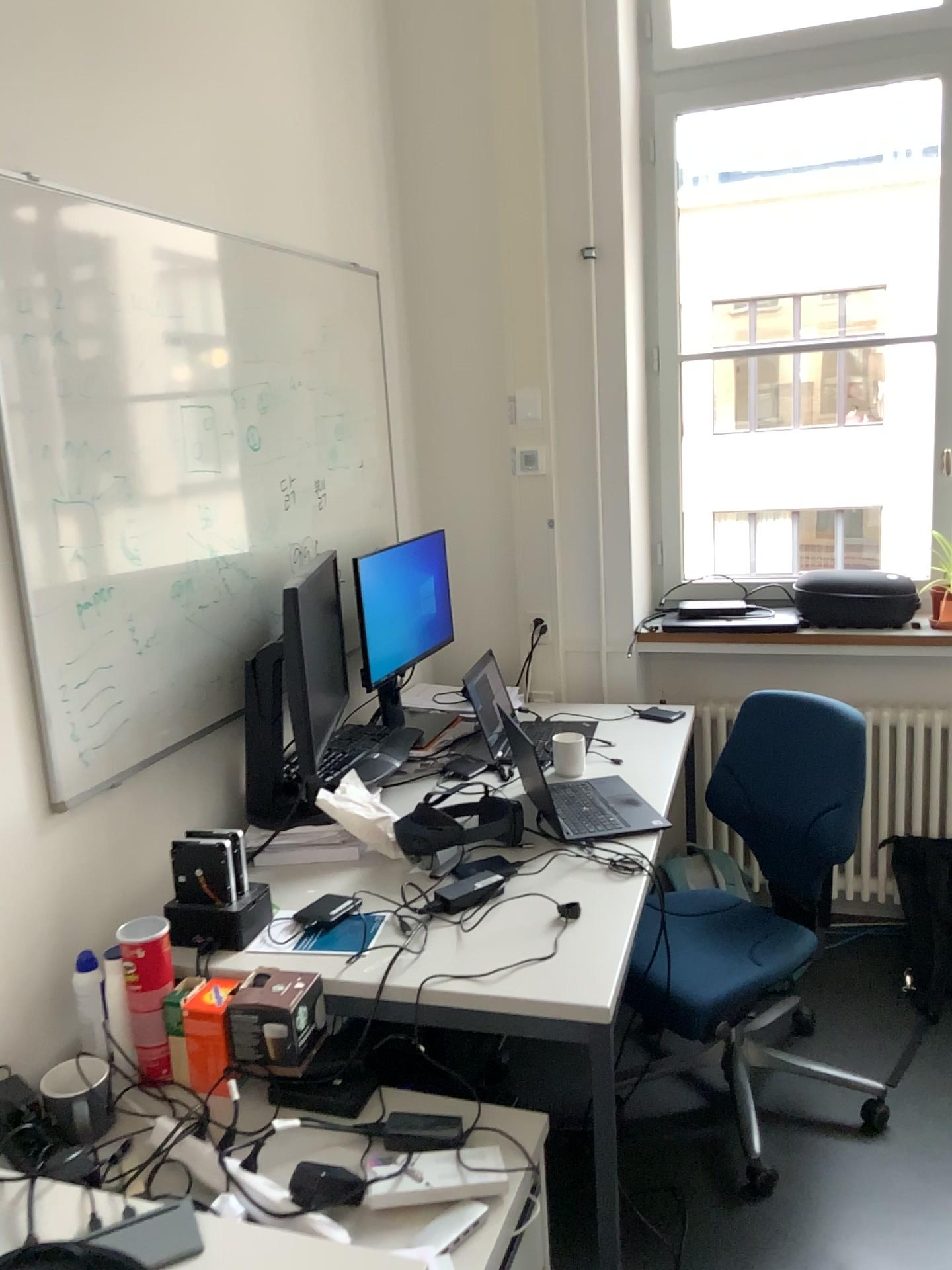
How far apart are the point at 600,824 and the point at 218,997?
0.9 meters

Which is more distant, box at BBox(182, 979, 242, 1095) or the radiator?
the radiator

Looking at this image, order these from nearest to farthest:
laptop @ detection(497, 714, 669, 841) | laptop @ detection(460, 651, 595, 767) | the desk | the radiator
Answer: the desk, laptop @ detection(497, 714, 669, 841), laptop @ detection(460, 651, 595, 767), the radiator

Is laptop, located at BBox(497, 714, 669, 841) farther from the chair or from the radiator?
the radiator

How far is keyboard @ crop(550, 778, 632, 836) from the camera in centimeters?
221cm

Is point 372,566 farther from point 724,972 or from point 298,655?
point 724,972

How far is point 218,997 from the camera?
1.6 meters

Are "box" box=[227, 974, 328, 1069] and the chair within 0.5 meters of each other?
no

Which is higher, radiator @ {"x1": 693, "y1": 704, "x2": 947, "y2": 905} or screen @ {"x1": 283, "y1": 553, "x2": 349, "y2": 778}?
screen @ {"x1": 283, "y1": 553, "x2": 349, "y2": 778}

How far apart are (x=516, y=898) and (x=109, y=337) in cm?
122
